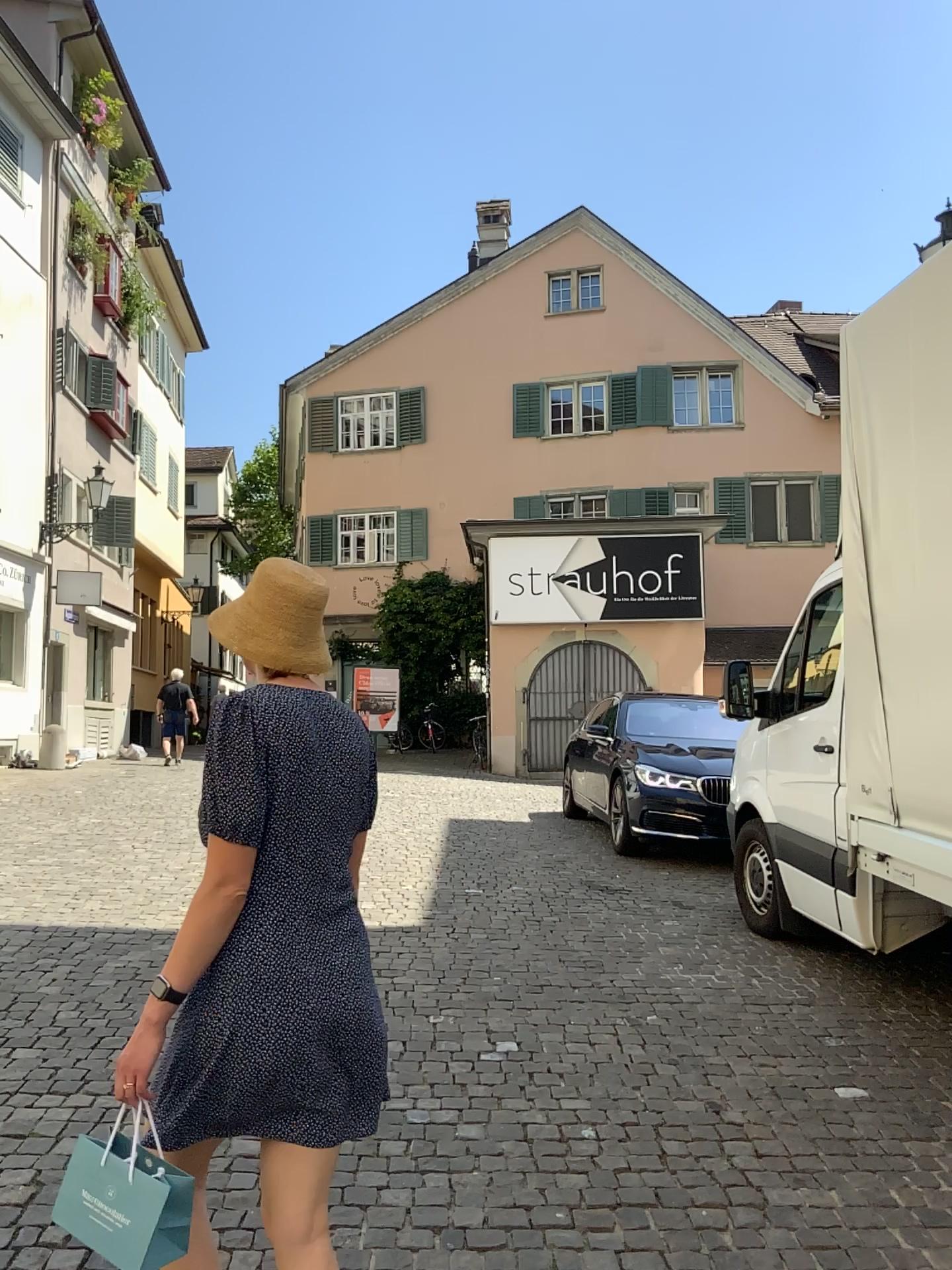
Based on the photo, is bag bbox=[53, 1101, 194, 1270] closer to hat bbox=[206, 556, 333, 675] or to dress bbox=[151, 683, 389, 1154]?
dress bbox=[151, 683, 389, 1154]

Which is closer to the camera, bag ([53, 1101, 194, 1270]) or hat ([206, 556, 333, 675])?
bag ([53, 1101, 194, 1270])

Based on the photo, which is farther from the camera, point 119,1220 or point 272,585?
point 272,585

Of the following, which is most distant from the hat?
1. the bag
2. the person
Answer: the bag

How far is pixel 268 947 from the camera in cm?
188

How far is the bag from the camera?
1.8 meters

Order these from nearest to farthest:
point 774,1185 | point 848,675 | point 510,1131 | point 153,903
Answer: point 774,1185, point 510,1131, point 848,675, point 153,903

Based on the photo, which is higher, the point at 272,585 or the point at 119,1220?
the point at 272,585

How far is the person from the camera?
1.88m

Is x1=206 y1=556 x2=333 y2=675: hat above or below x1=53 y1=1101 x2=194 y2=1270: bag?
above
